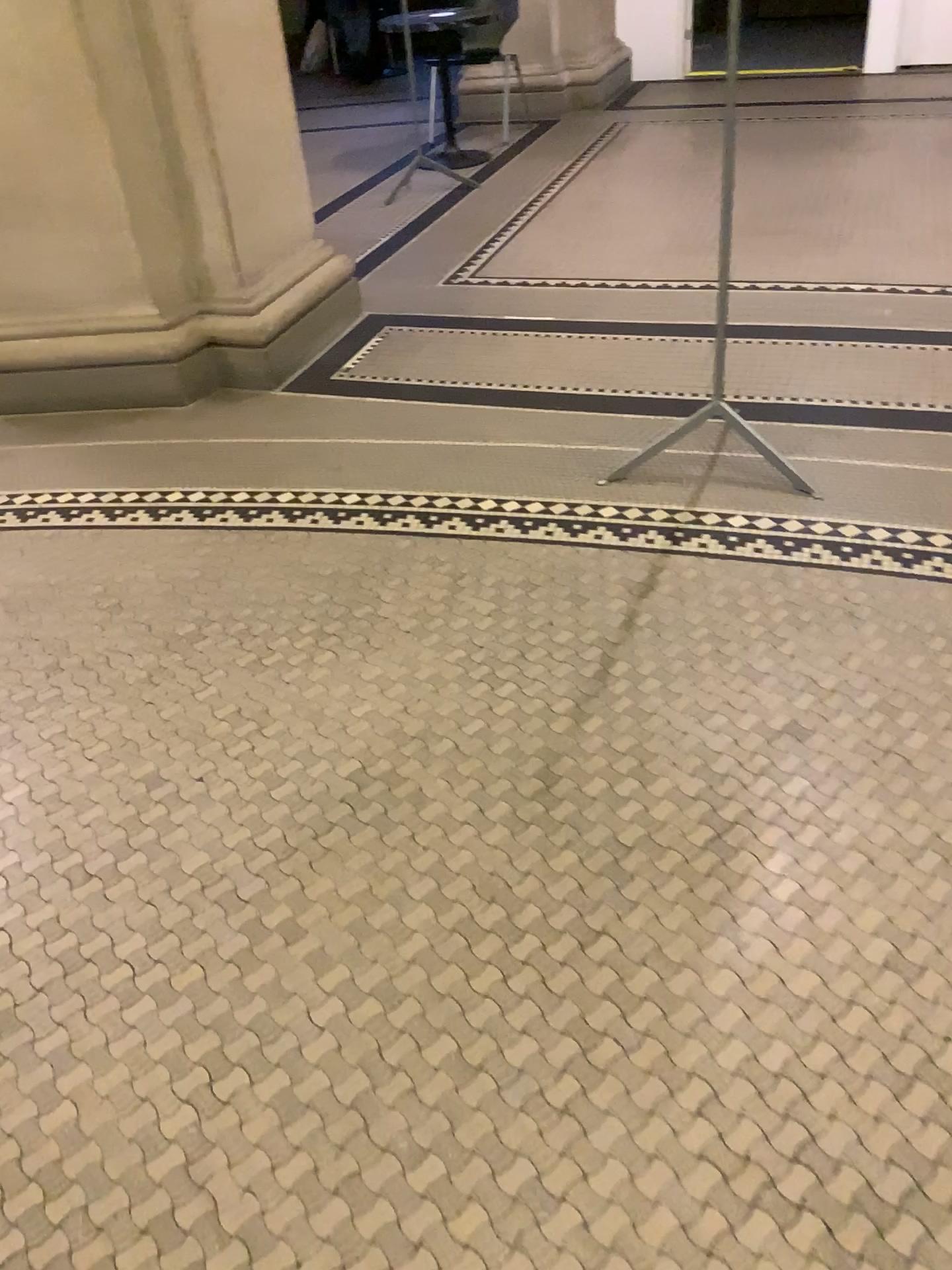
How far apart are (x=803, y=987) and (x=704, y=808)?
0.4m
